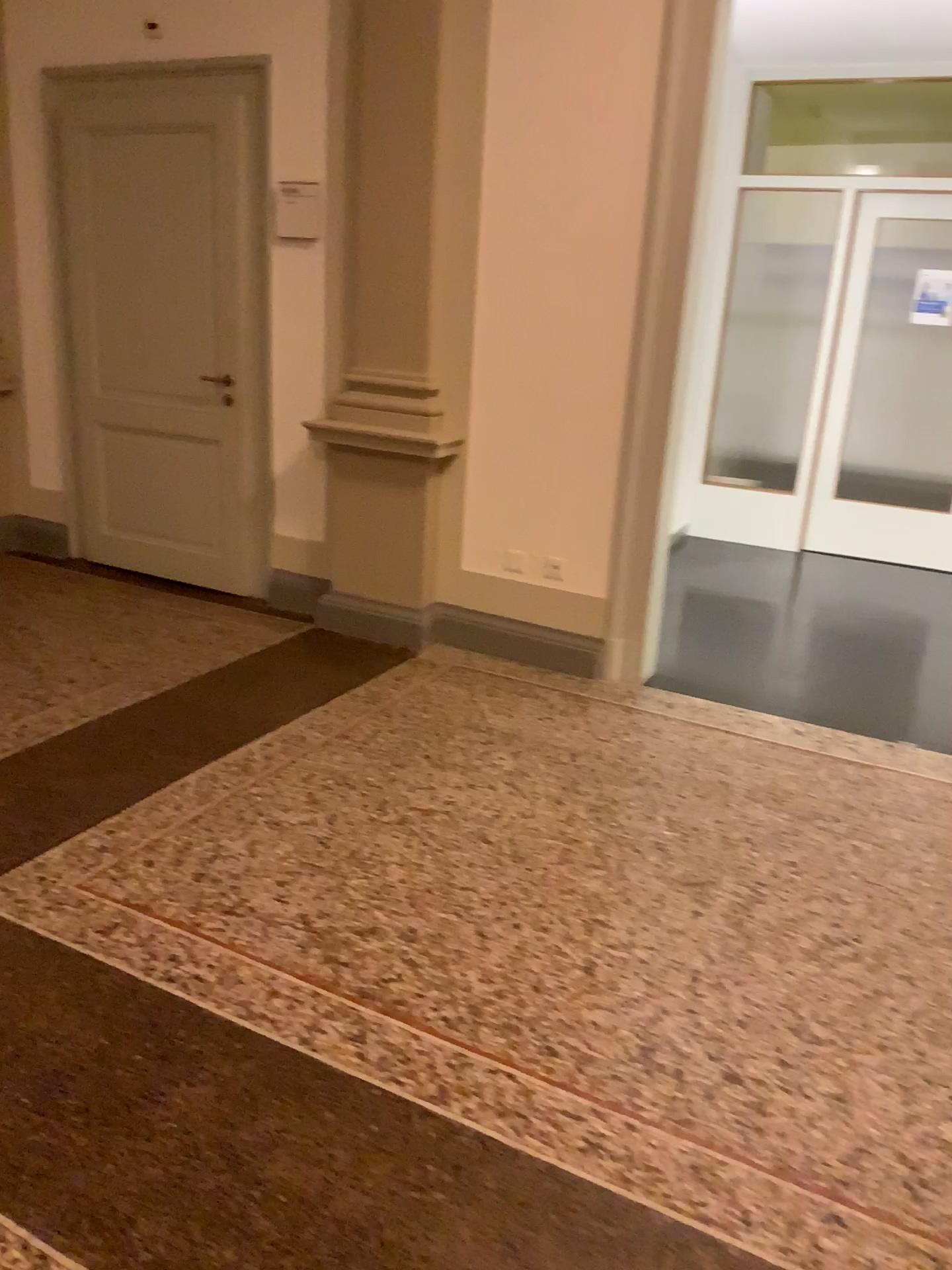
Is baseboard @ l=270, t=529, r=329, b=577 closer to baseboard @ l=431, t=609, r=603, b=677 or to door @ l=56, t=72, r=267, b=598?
door @ l=56, t=72, r=267, b=598

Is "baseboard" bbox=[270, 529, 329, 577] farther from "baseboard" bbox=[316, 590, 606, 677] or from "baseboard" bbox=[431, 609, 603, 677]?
"baseboard" bbox=[431, 609, 603, 677]

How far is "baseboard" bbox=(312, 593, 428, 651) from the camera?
4.5m

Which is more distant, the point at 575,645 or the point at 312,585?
the point at 312,585

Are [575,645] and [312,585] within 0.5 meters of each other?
no

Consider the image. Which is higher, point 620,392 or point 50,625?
point 620,392

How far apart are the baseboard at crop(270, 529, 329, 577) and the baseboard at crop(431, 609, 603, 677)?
0.6m

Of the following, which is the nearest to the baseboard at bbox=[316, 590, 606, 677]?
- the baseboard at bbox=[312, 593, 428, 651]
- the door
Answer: the baseboard at bbox=[312, 593, 428, 651]

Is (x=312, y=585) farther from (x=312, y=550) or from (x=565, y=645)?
(x=565, y=645)

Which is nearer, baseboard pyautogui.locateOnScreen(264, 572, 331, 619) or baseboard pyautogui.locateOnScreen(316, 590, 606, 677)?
baseboard pyautogui.locateOnScreen(316, 590, 606, 677)
